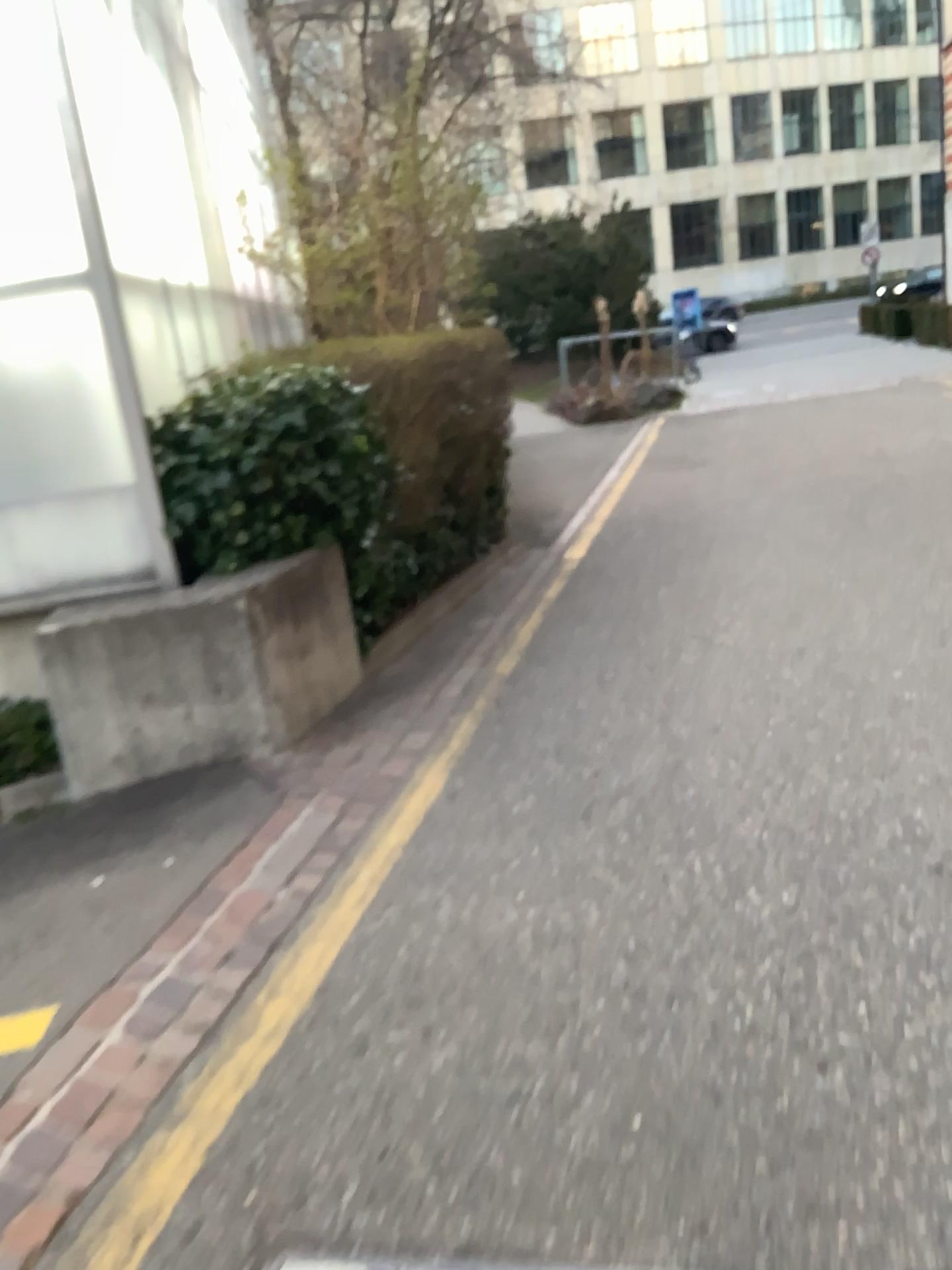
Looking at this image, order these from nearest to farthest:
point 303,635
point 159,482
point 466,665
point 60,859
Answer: point 60,859 < point 159,482 < point 303,635 < point 466,665
